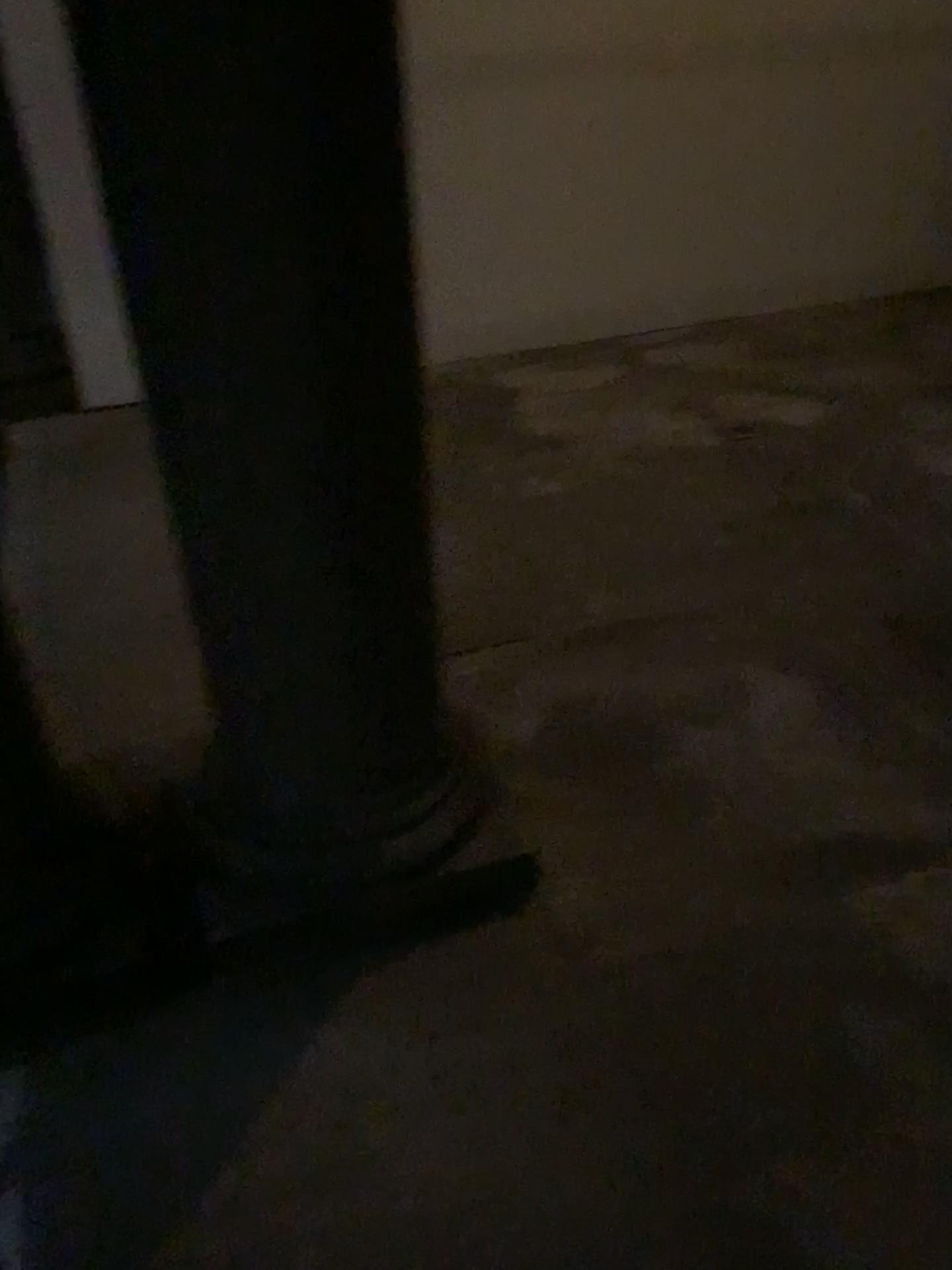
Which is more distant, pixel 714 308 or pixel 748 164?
pixel 714 308
